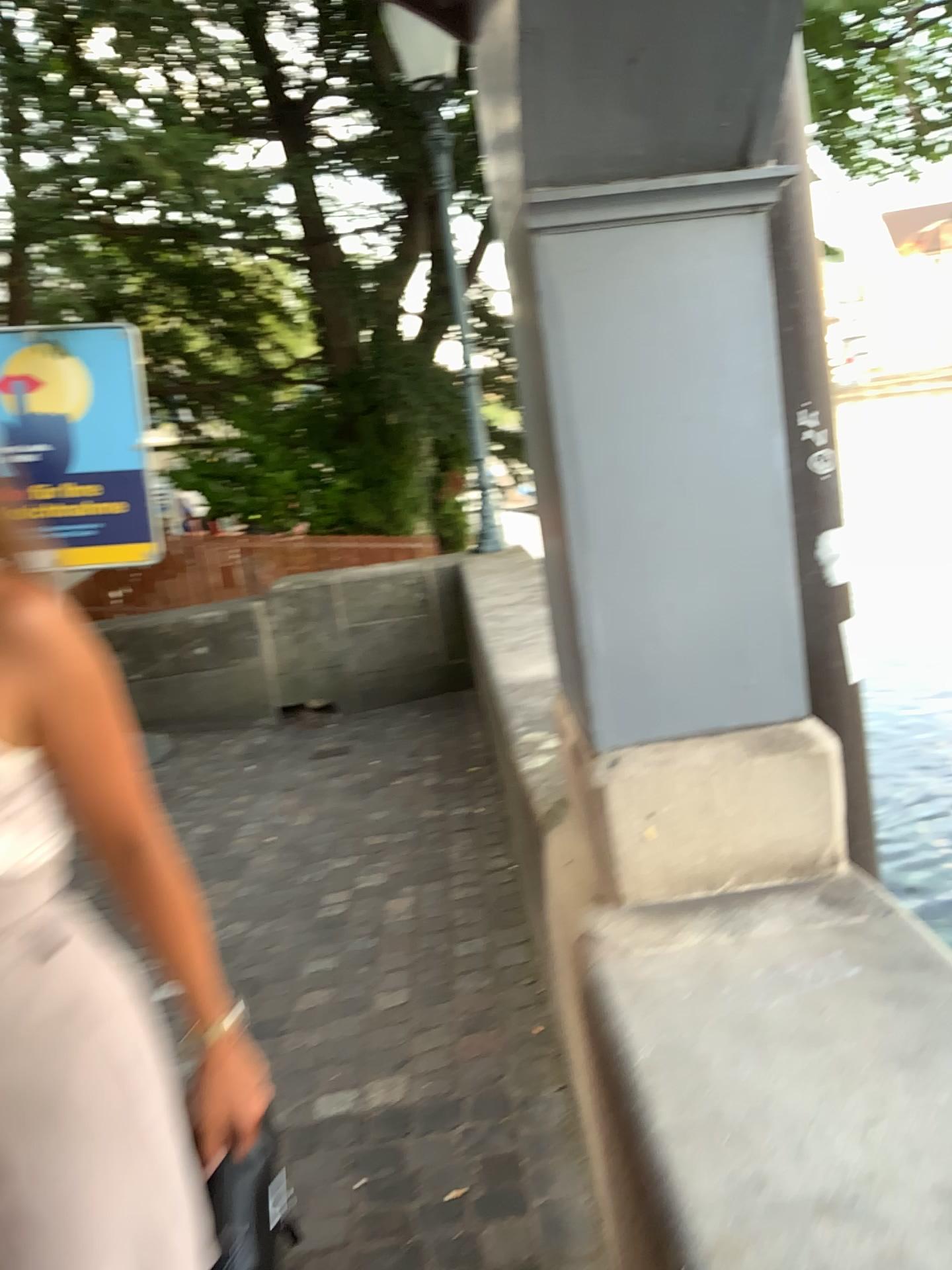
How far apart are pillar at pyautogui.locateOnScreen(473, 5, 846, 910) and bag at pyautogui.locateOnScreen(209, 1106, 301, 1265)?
0.6 meters

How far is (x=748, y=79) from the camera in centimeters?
124cm

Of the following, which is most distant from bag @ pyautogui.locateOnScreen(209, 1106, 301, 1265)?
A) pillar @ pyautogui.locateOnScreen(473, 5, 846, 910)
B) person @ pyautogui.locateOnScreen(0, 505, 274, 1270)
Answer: pillar @ pyautogui.locateOnScreen(473, 5, 846, 910)

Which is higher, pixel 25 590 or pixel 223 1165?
pixel 25 590

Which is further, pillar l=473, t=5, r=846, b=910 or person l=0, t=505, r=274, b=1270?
pillar l=473, t=5, r=846, b=910

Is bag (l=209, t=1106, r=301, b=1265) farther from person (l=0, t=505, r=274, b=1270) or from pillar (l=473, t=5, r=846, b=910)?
pillar (l=473, t=5, r=846, b=910)

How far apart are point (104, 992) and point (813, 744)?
0.98m

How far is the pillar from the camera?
1.24m

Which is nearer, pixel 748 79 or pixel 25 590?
pixel 25 590
